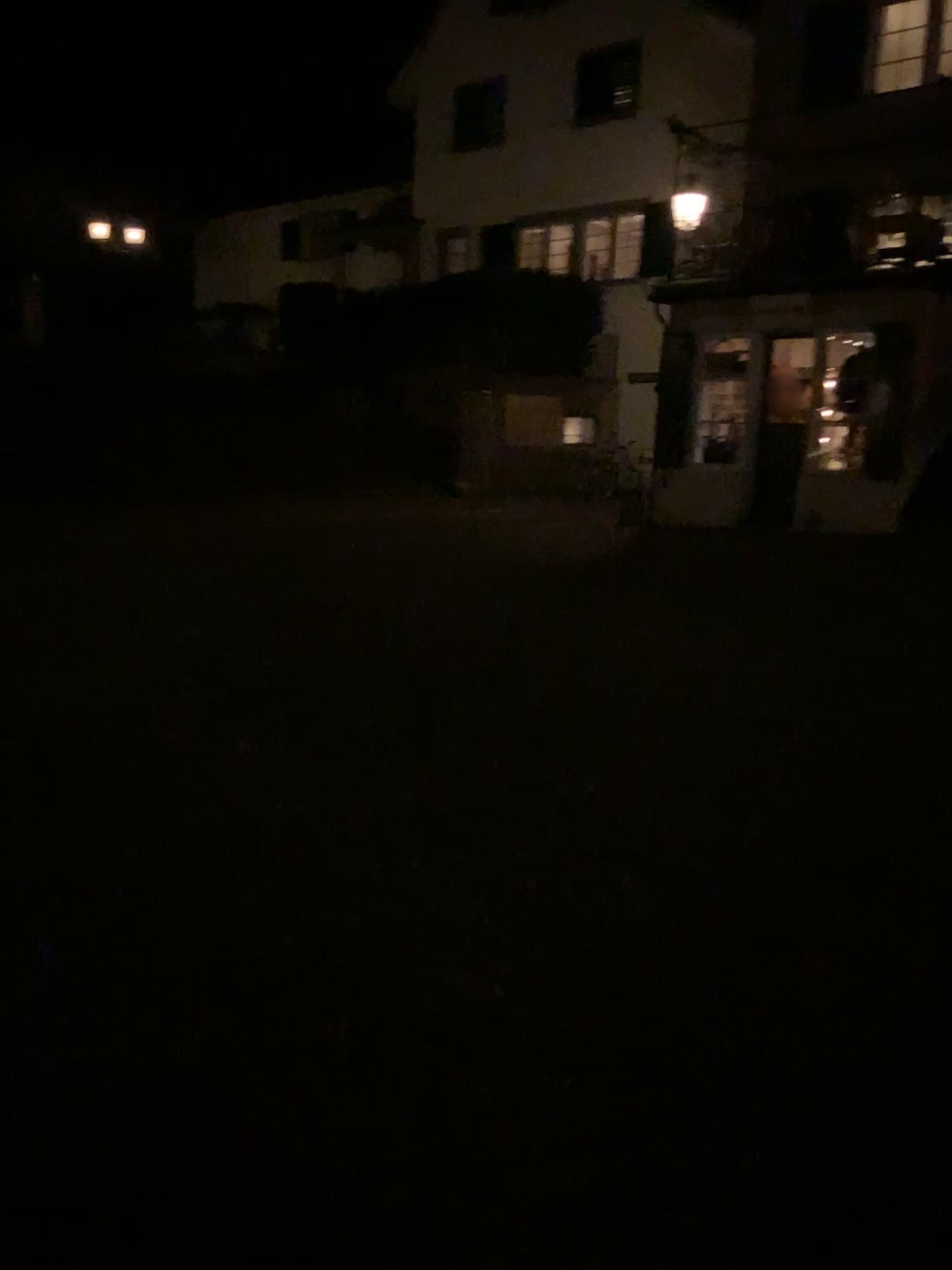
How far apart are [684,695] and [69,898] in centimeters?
299cm
